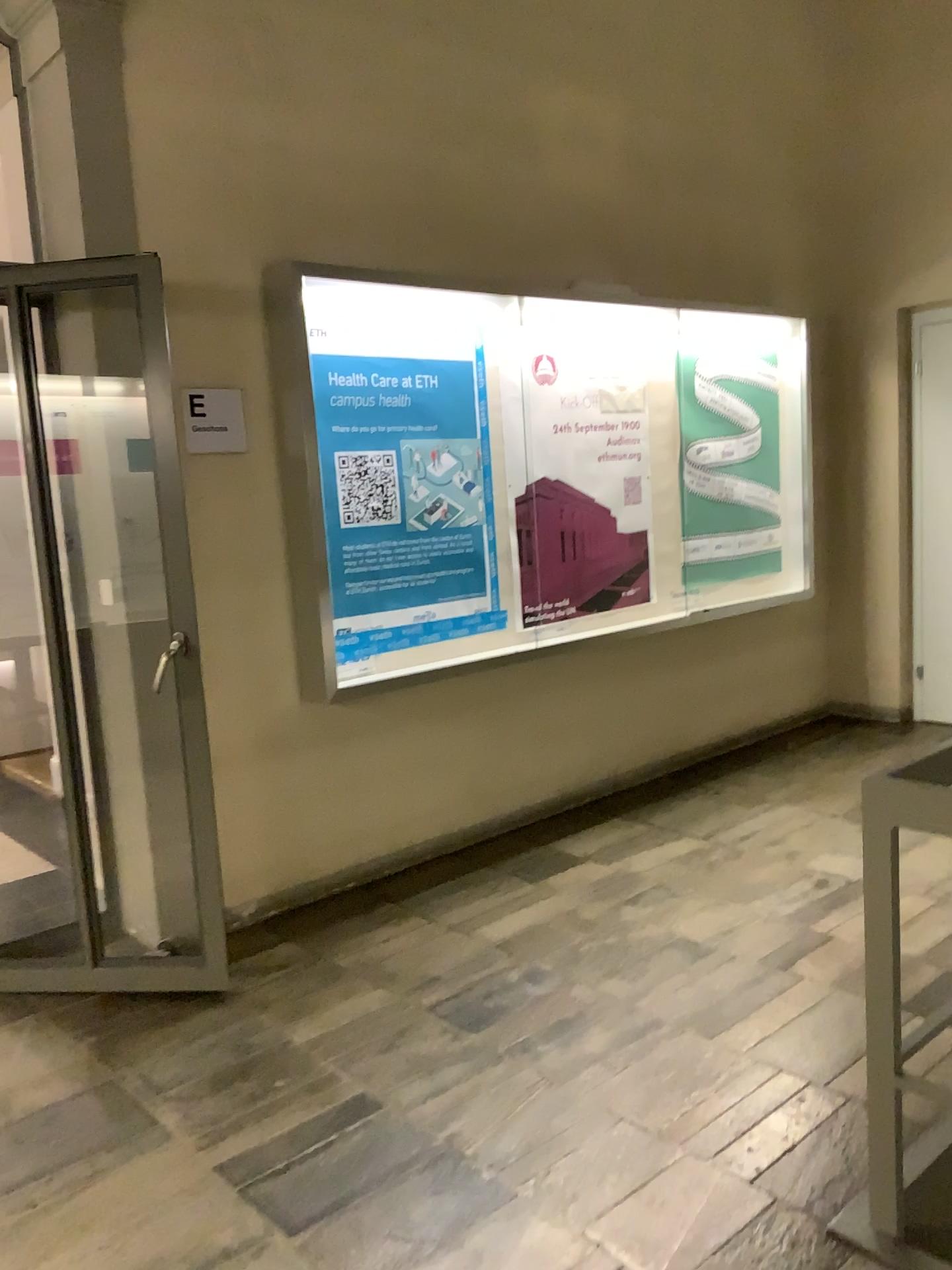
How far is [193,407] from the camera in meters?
3.4

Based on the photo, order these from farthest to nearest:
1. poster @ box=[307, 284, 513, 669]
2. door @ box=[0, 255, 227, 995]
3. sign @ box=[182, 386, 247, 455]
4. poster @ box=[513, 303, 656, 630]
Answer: poster @ box=[513, 303, 656, 630] → poster @ box=[307, 284, 513, 669] → sign @ box=[182, 386, 247, 455] → door @ box=[0, 255, 227, 995]

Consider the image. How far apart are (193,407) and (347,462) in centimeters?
59cm

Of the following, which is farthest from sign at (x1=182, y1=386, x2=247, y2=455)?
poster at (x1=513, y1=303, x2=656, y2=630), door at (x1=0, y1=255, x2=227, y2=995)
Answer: poster at (x1=513, y1=303, x2=656, y2=630)

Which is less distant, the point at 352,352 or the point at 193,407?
the point at 193,407

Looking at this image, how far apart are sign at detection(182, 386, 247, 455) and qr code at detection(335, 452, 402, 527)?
0.39m

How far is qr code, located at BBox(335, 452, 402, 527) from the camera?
3.8m

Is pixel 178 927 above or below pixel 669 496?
below

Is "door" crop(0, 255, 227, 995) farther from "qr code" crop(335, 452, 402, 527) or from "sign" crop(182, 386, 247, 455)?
"qr code" crop(335, 452, 402, 527)

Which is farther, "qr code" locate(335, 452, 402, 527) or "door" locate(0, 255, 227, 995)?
"qr code" locate(335, 452, 402, 527)
